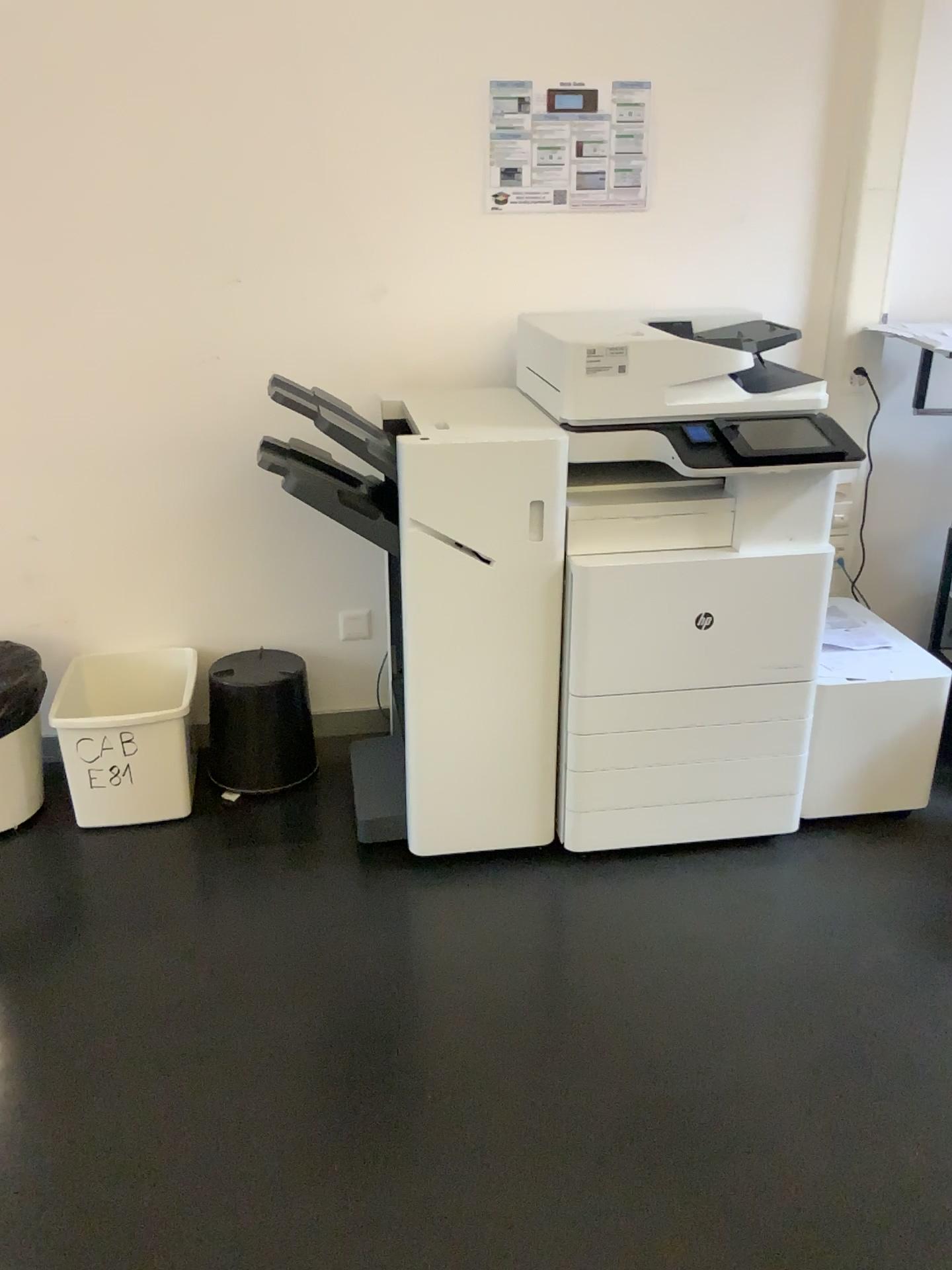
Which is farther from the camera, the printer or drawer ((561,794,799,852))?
drawer ((561,794,799,852))

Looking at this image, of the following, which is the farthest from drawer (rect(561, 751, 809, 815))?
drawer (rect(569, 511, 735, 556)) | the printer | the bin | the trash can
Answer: the trash can

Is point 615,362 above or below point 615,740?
above

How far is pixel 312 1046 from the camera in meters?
1.9

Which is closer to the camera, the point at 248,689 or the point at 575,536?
the point at 575,536

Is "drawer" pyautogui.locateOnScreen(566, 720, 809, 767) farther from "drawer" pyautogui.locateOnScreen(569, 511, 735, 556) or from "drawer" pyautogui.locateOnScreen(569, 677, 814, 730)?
"drawer" pyautogui.locateOnScreen(569, 511, 735, 556)

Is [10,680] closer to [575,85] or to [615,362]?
[615,362]

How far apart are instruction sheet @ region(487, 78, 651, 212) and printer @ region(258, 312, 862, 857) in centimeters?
36cm

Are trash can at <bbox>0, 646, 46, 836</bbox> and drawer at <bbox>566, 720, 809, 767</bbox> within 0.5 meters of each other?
no

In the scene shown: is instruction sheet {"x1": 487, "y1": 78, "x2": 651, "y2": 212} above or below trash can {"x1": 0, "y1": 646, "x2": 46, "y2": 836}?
above
